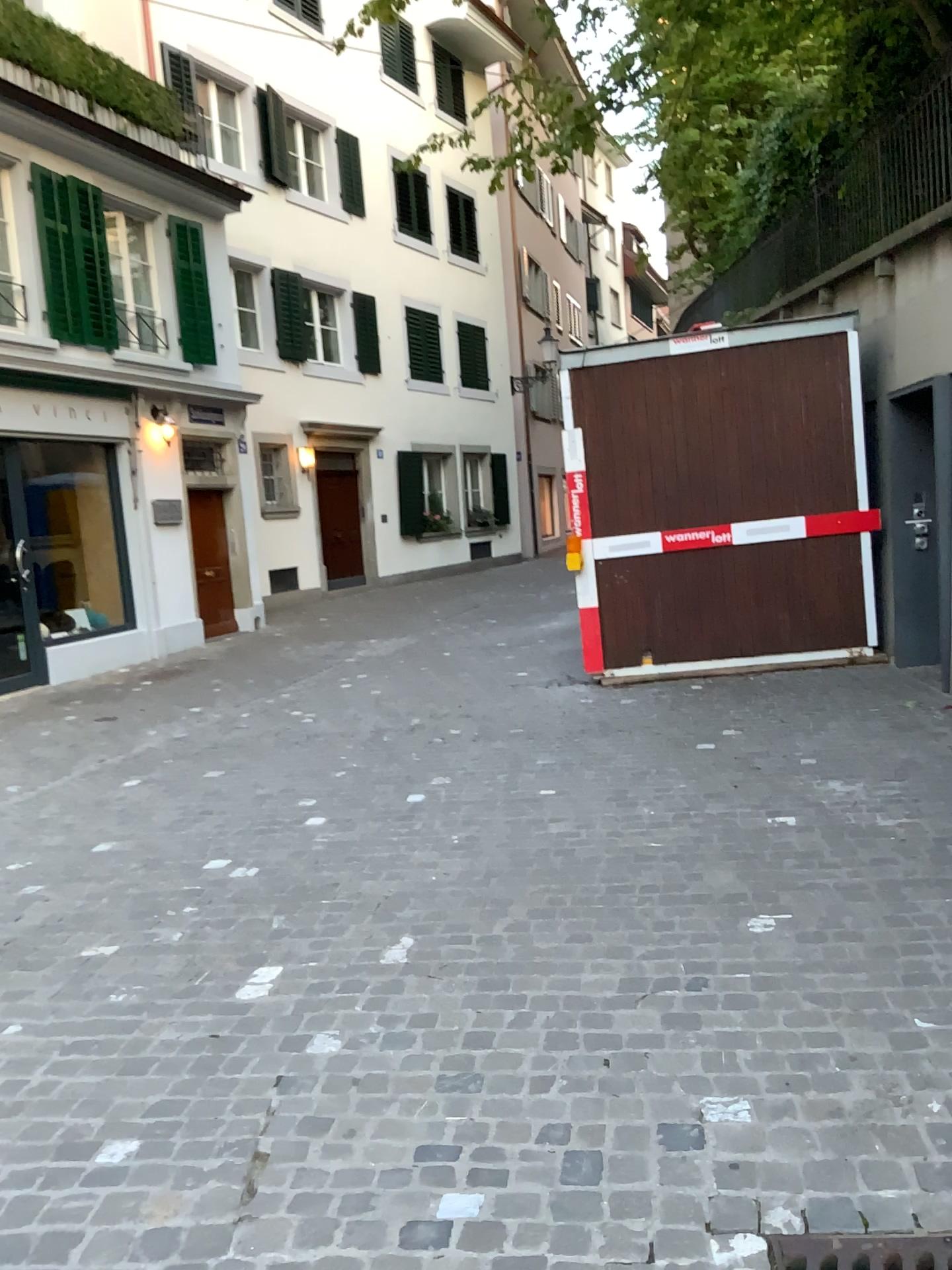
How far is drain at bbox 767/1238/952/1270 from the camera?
1.9 meters

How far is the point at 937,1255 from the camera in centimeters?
190cm

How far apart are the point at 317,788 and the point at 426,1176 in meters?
3.5 m
